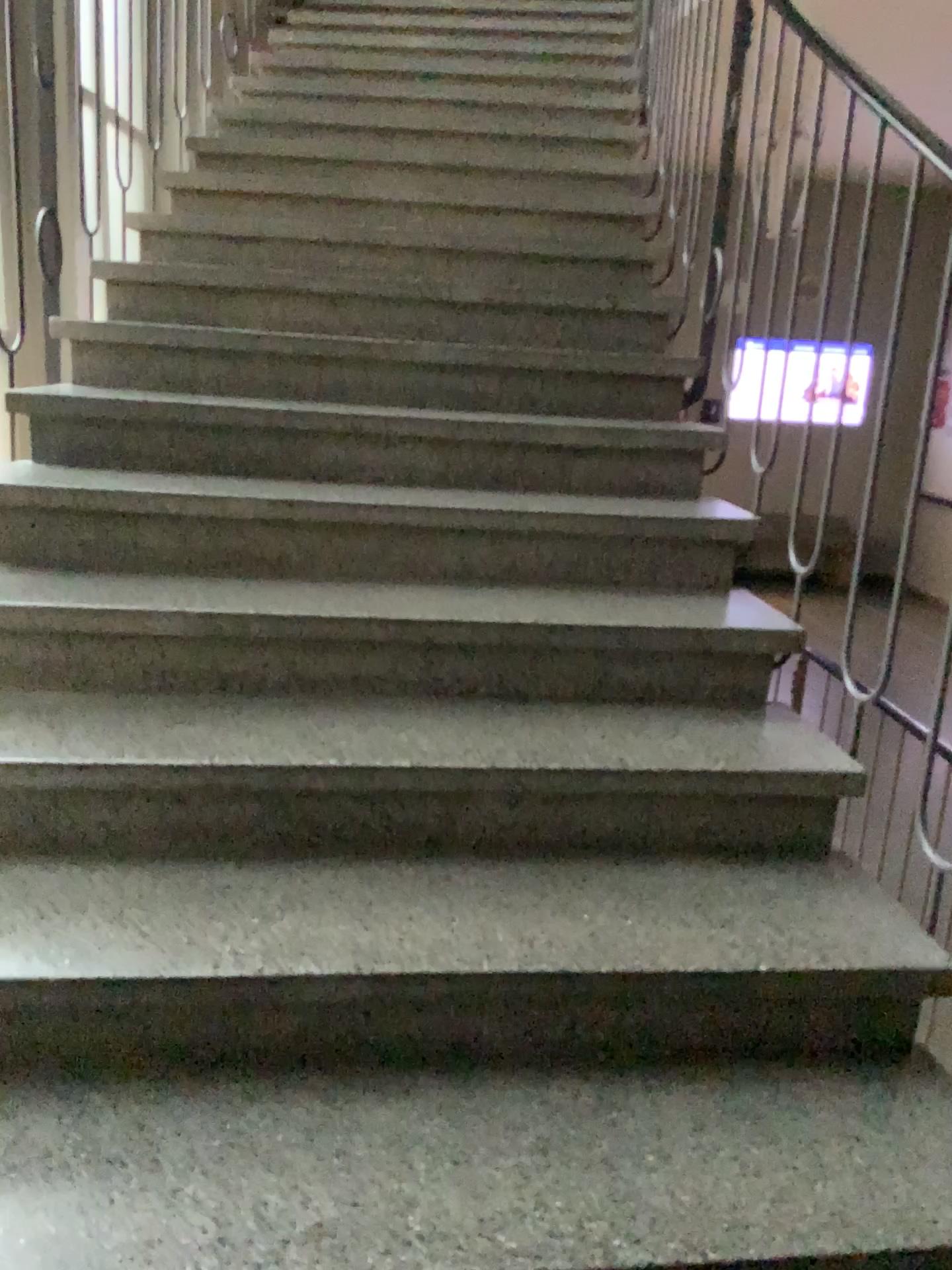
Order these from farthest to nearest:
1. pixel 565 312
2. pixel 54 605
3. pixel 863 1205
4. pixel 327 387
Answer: pixel 565 312 < pixel 327 387 < pixel 54 605 < pixel 863 1205
